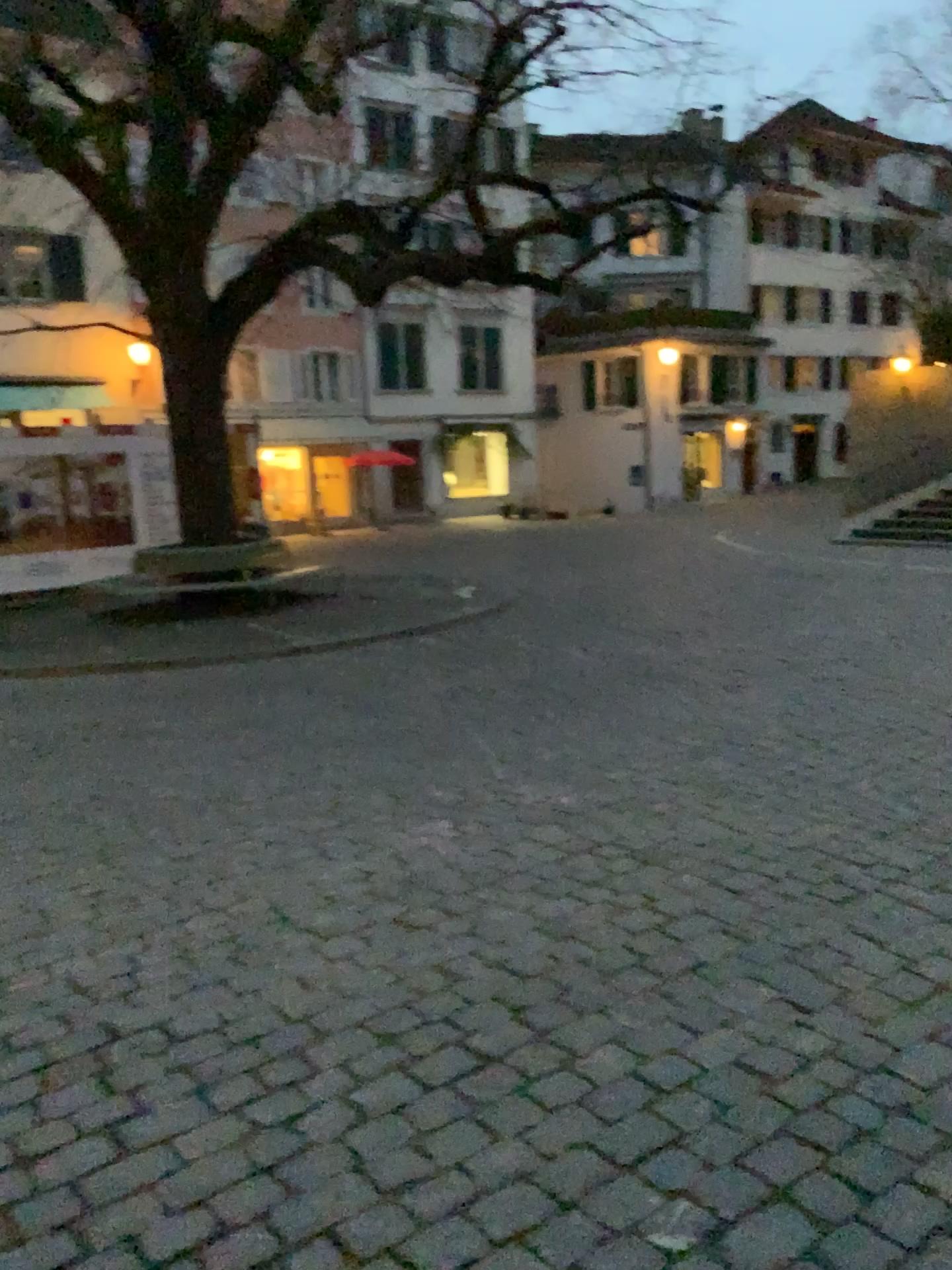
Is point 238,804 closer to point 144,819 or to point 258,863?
point 144,819
